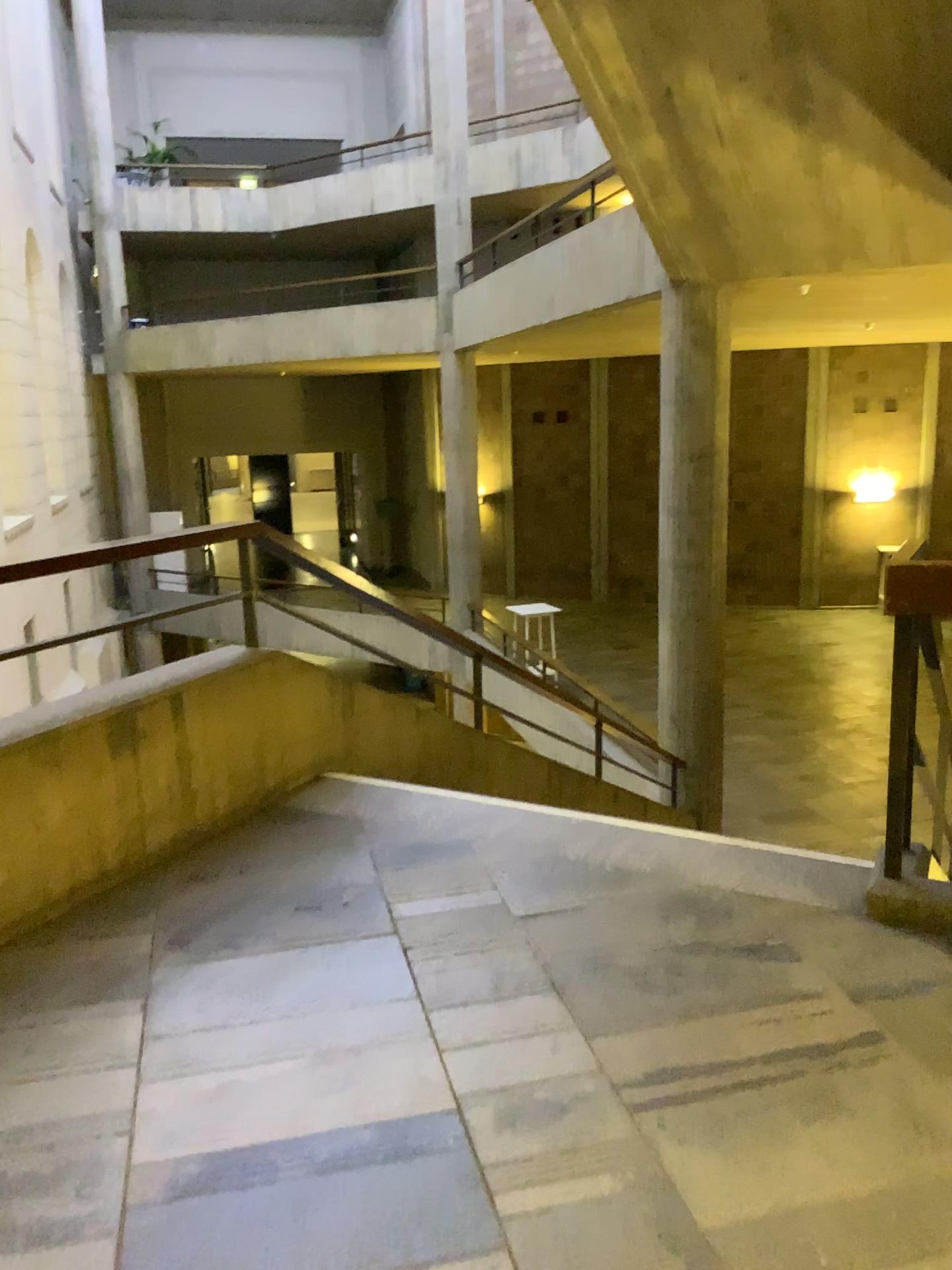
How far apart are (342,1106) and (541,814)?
1.6 meters
